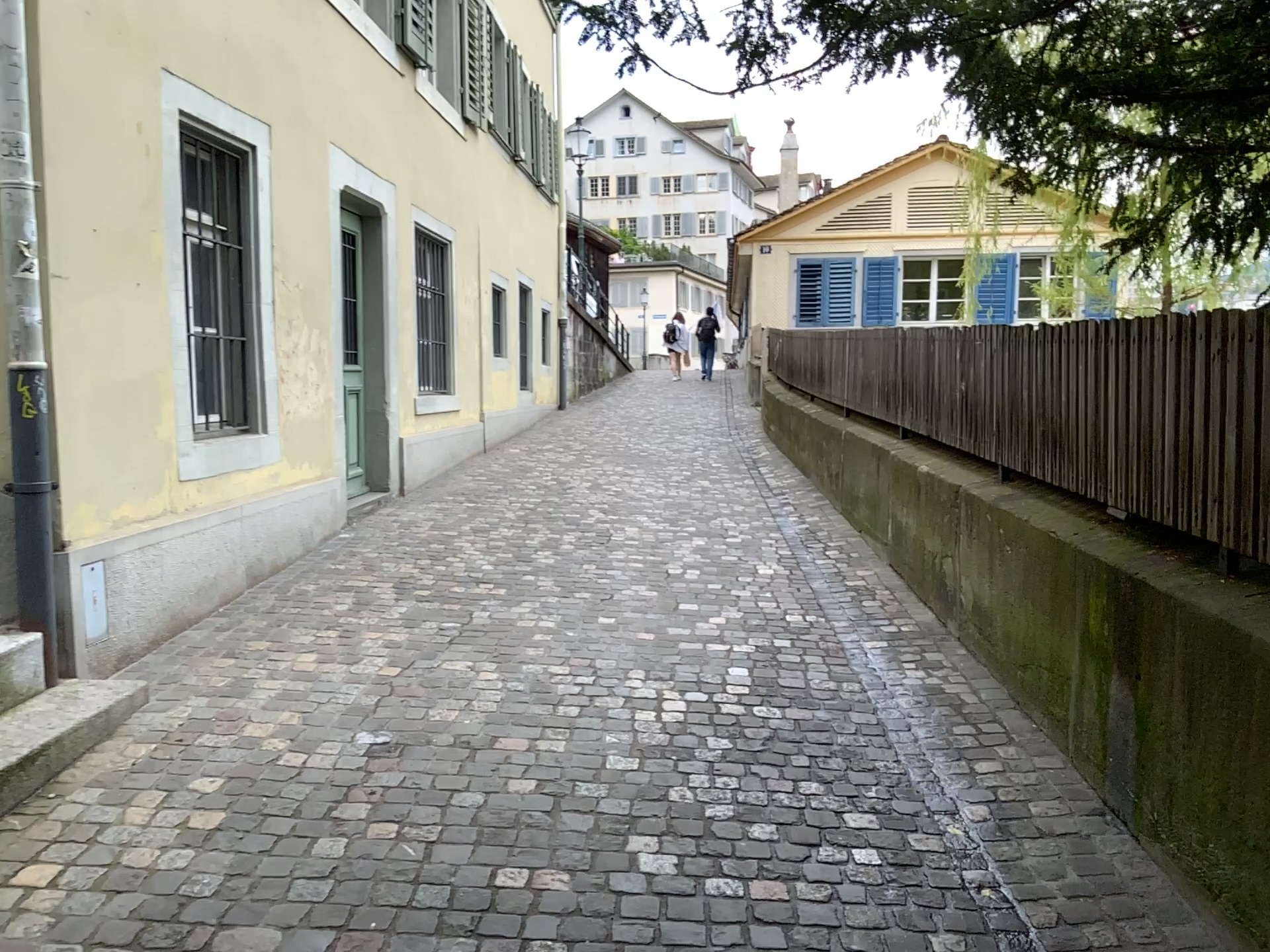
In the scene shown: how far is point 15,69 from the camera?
3.4m

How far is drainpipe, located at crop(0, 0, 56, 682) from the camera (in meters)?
3.44

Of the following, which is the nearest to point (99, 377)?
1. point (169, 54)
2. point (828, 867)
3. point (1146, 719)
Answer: point (169, 54)
